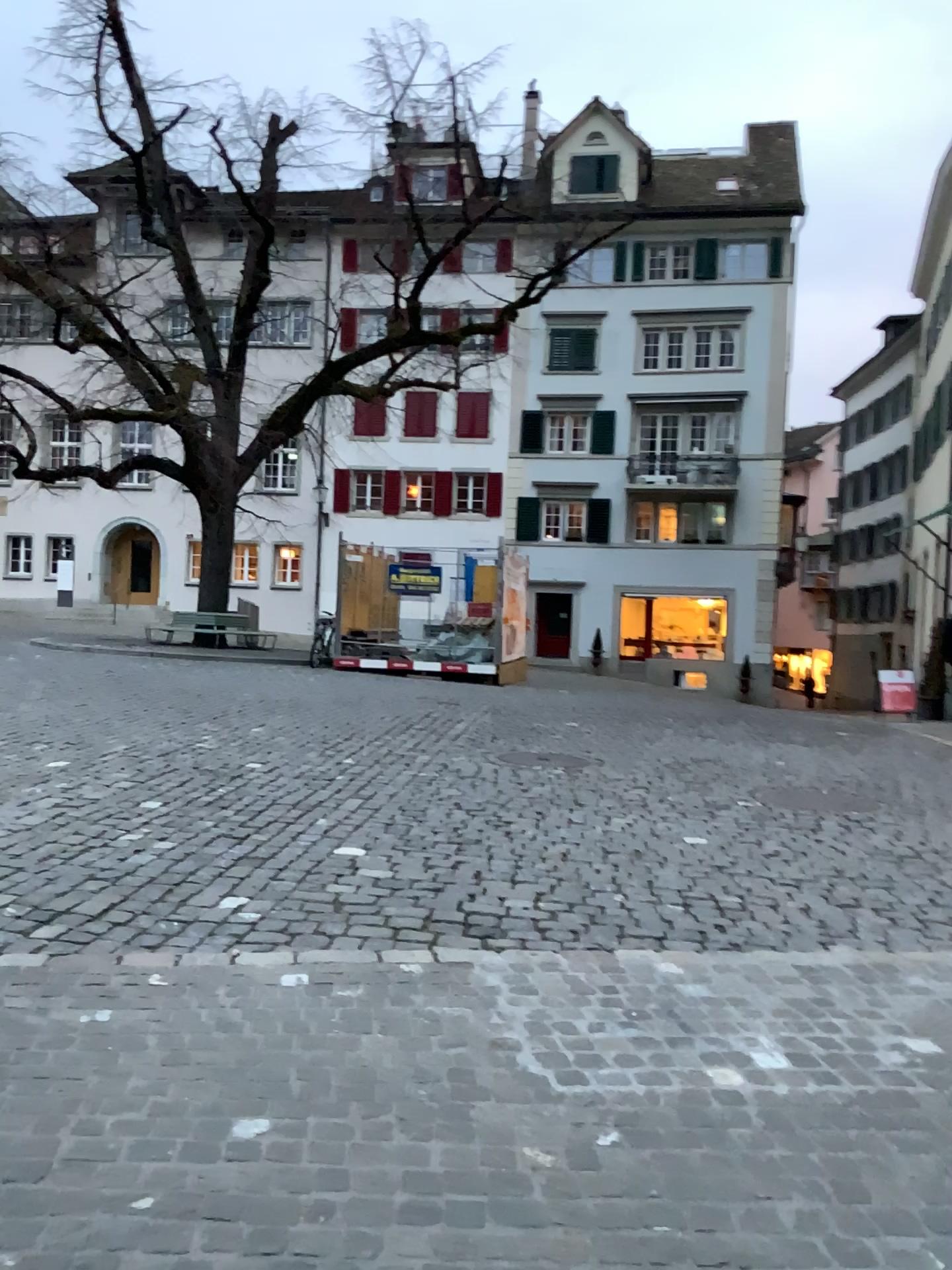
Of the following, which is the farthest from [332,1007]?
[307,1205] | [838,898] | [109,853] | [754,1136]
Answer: [838,898]
